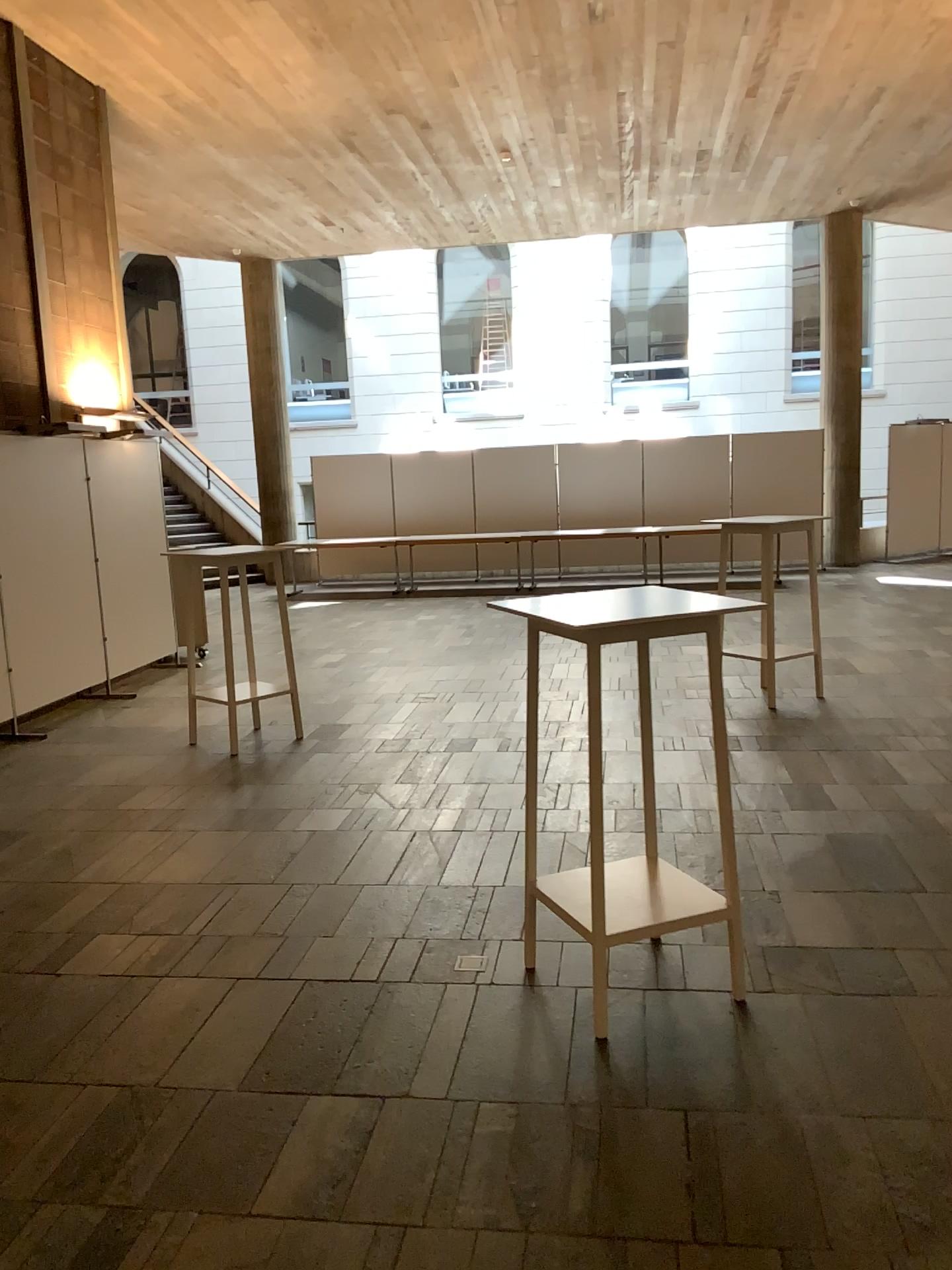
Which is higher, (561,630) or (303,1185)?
(561,630)

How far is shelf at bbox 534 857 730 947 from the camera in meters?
3.0 m

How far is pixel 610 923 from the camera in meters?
3.1 m
